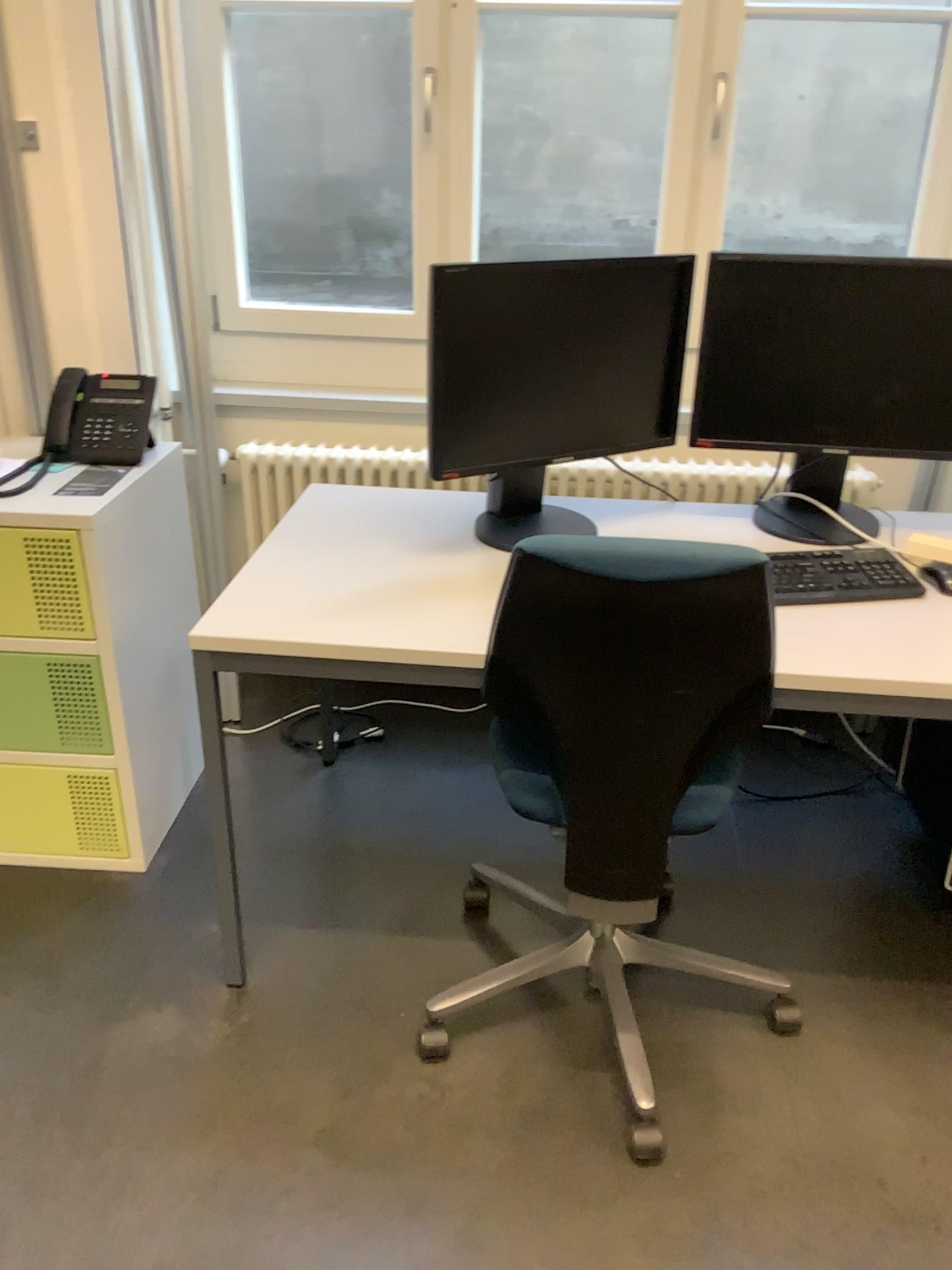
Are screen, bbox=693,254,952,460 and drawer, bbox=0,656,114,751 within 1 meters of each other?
no

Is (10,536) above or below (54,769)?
above

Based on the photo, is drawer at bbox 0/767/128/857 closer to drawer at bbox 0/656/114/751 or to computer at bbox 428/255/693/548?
drawer at bbox 0/656/114/751

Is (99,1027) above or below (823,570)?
below

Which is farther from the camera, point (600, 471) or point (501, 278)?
point (600, 471)

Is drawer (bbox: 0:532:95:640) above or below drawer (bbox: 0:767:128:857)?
above

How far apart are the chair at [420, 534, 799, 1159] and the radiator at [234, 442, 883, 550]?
1.0 meters

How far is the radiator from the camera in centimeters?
262cm

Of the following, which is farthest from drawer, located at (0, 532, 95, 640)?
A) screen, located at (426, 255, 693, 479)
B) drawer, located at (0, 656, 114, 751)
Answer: screen, located at (426, 255, 693, 479)

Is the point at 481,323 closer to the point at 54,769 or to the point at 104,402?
the point at 104,402
